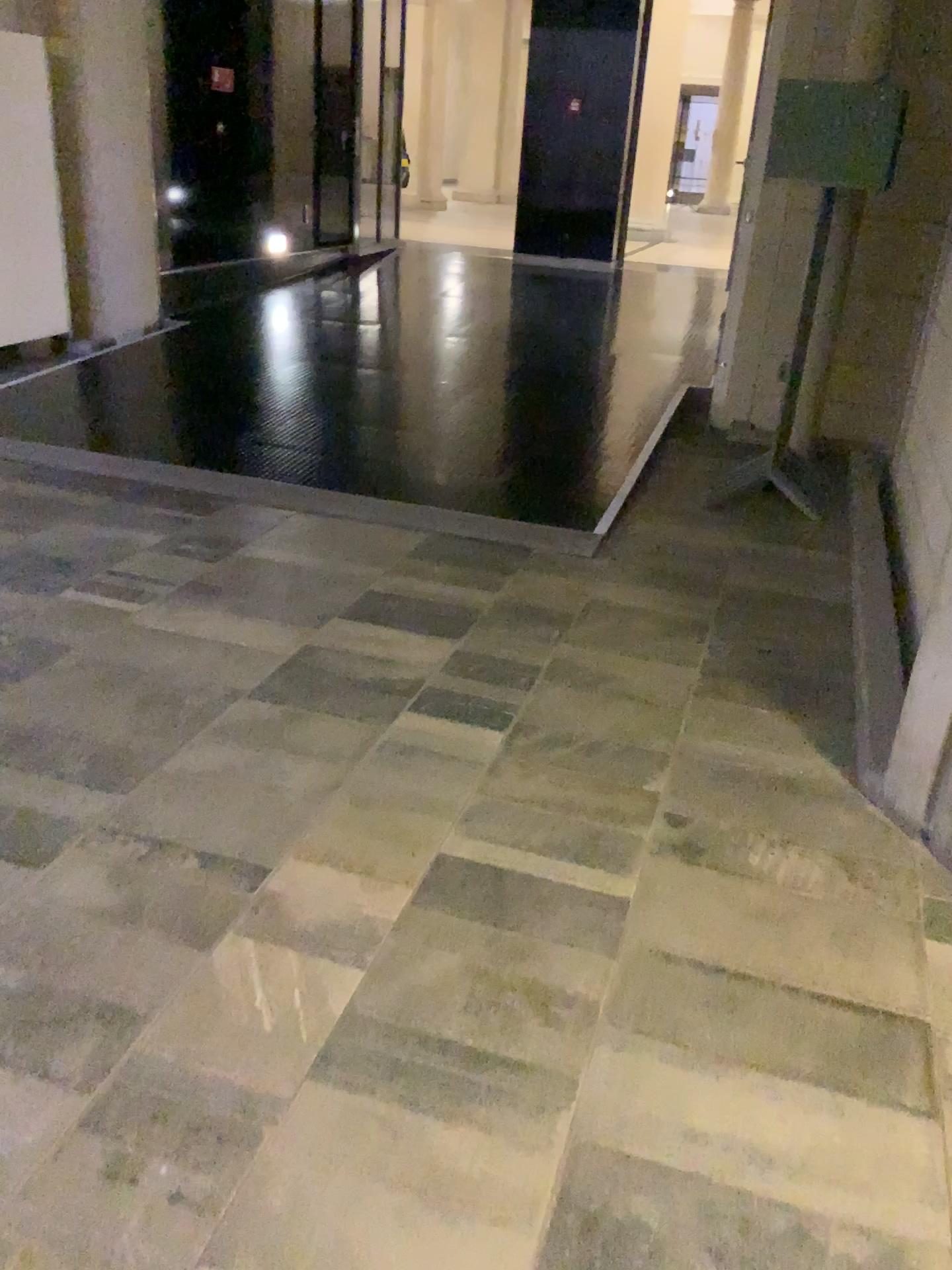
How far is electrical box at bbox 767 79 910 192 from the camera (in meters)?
4.33

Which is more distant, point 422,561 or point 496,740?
point 422,561

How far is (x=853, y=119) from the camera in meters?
4.3 m
